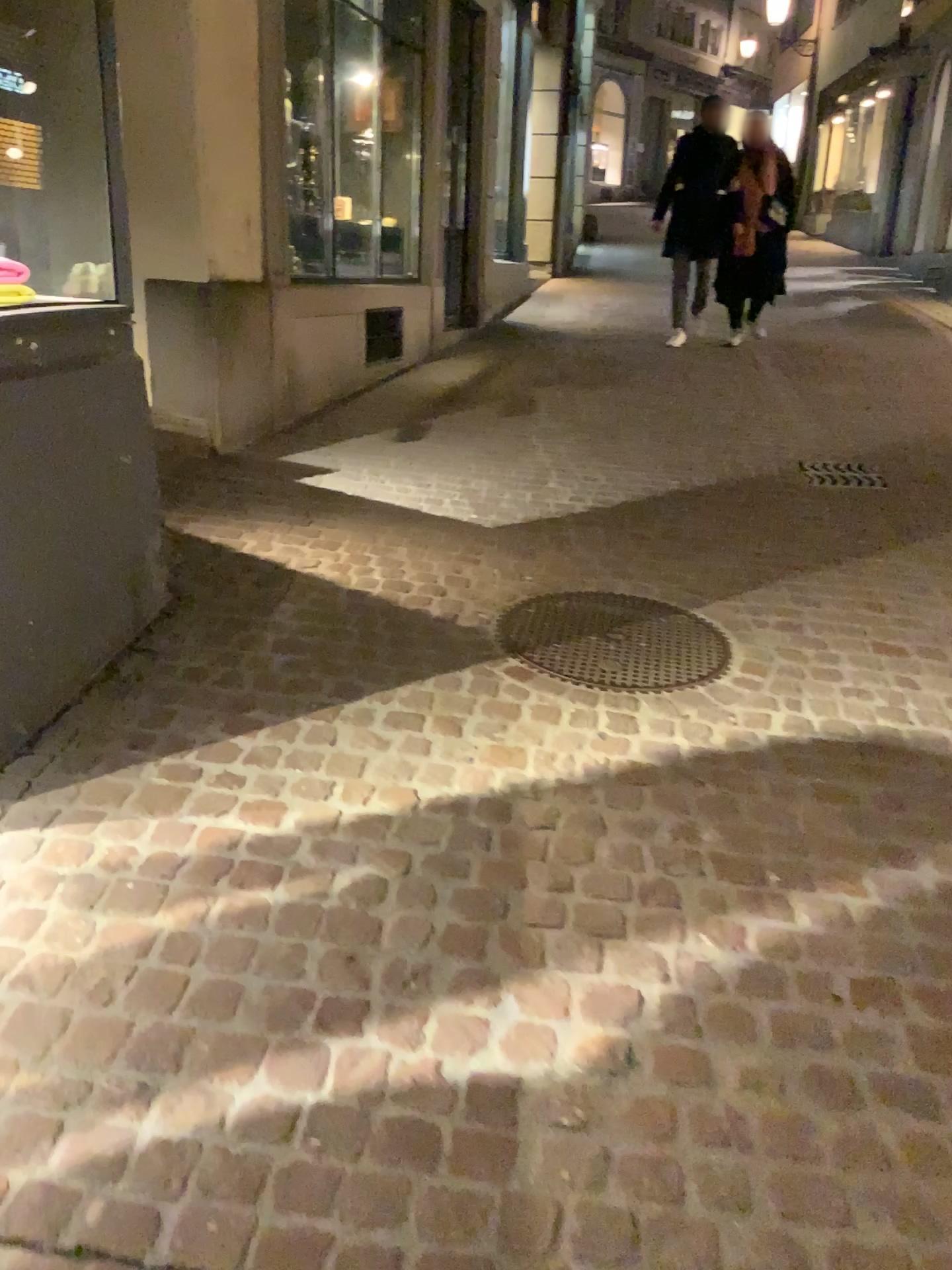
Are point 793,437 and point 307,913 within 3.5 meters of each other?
no
